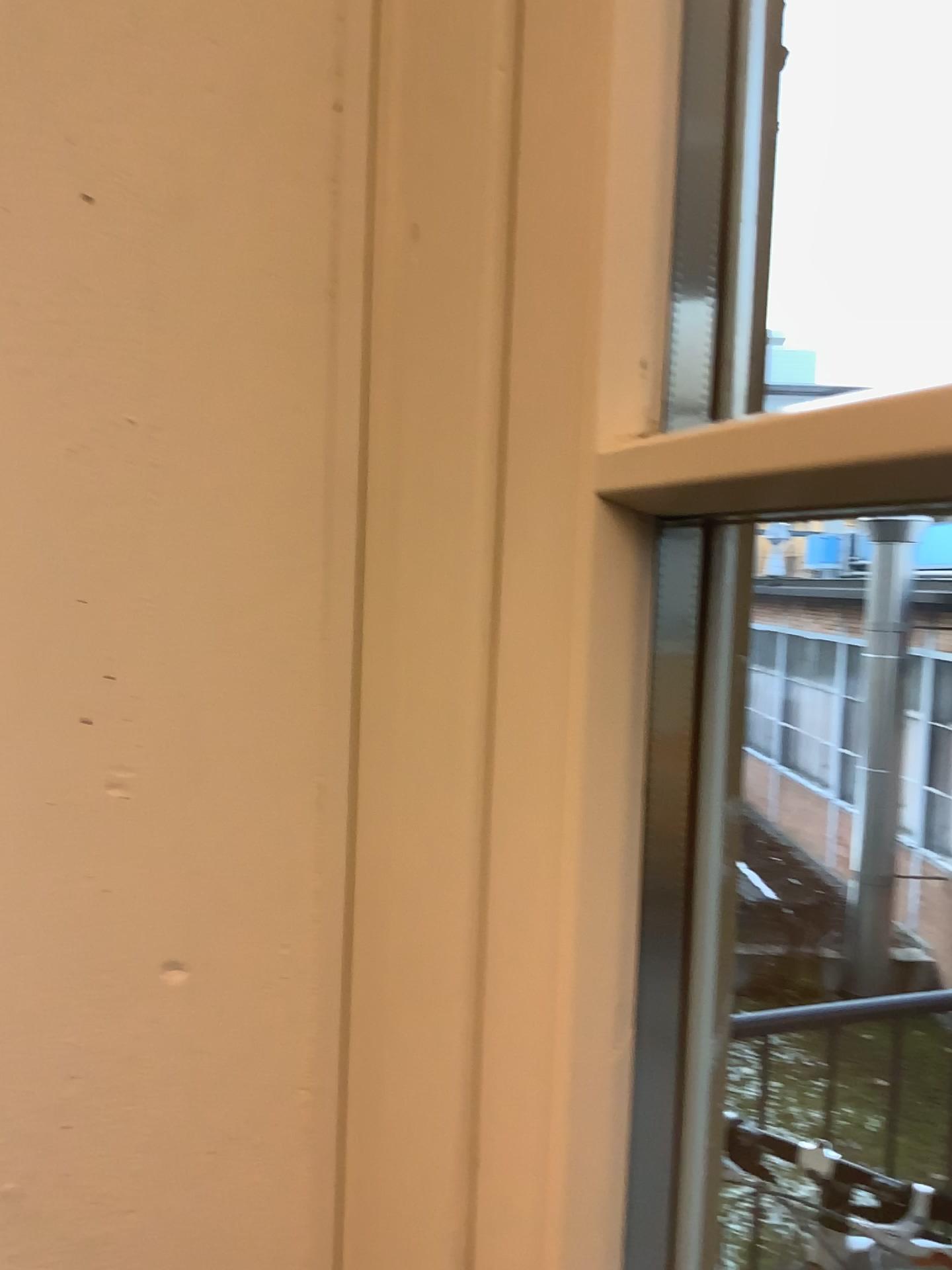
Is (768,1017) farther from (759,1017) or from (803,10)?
(803,10)

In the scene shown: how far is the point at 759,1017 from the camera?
0.76m

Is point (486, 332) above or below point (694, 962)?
above

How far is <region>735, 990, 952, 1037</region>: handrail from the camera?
0.76m

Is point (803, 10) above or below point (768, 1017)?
above

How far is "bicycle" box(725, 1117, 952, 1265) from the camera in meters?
0.8
